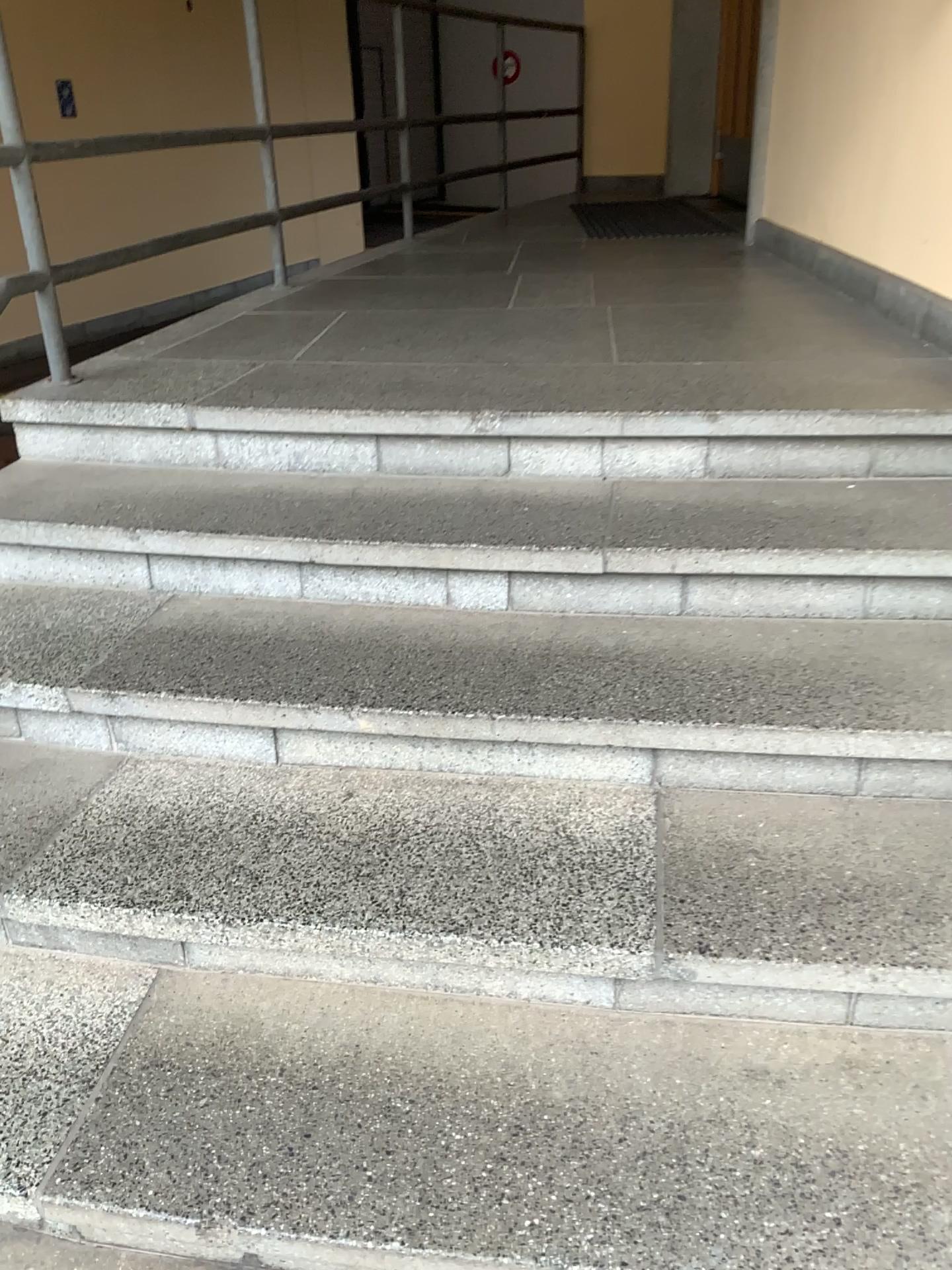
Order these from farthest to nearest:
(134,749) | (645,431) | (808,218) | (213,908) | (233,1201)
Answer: (808,218) < (645,431) < (134,749) < (213,908) < (233,1201)
